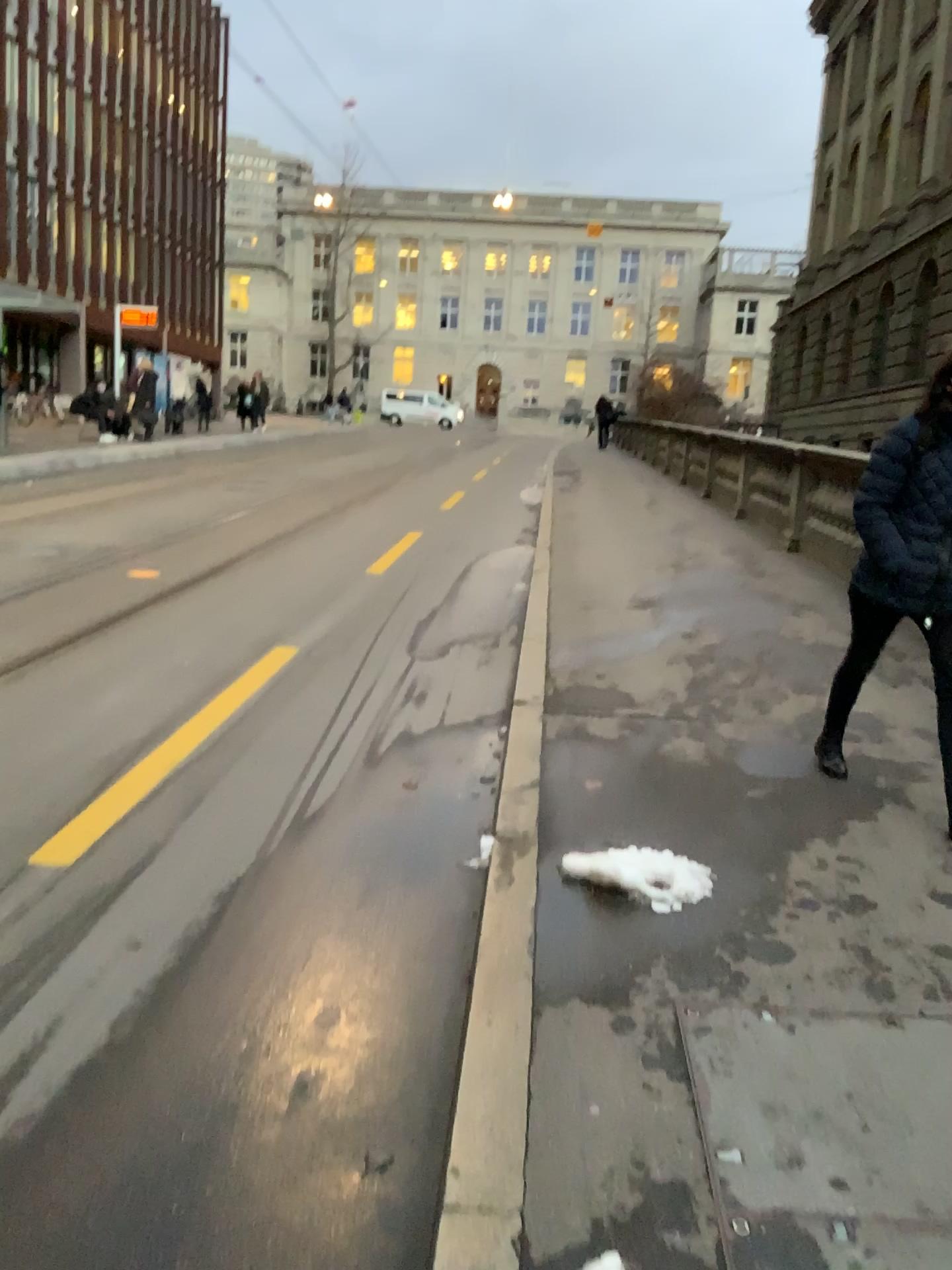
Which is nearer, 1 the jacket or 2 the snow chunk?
2 the snow chunk

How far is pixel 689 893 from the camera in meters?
3.2 m

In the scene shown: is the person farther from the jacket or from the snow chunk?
the snow chunk

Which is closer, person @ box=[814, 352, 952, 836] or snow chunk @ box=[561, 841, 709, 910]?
snow chunk @ box=[561, 841, 709, 910]

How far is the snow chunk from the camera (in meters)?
3.20

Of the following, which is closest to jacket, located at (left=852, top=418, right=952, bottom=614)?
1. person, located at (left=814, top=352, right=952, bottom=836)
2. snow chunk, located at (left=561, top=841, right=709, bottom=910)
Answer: person, located at (left=814, top=352, right=952, bottom=836)

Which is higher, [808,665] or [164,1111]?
[808,665]

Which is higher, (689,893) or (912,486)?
(912,486)

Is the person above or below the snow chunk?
above

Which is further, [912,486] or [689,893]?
[912,486]
